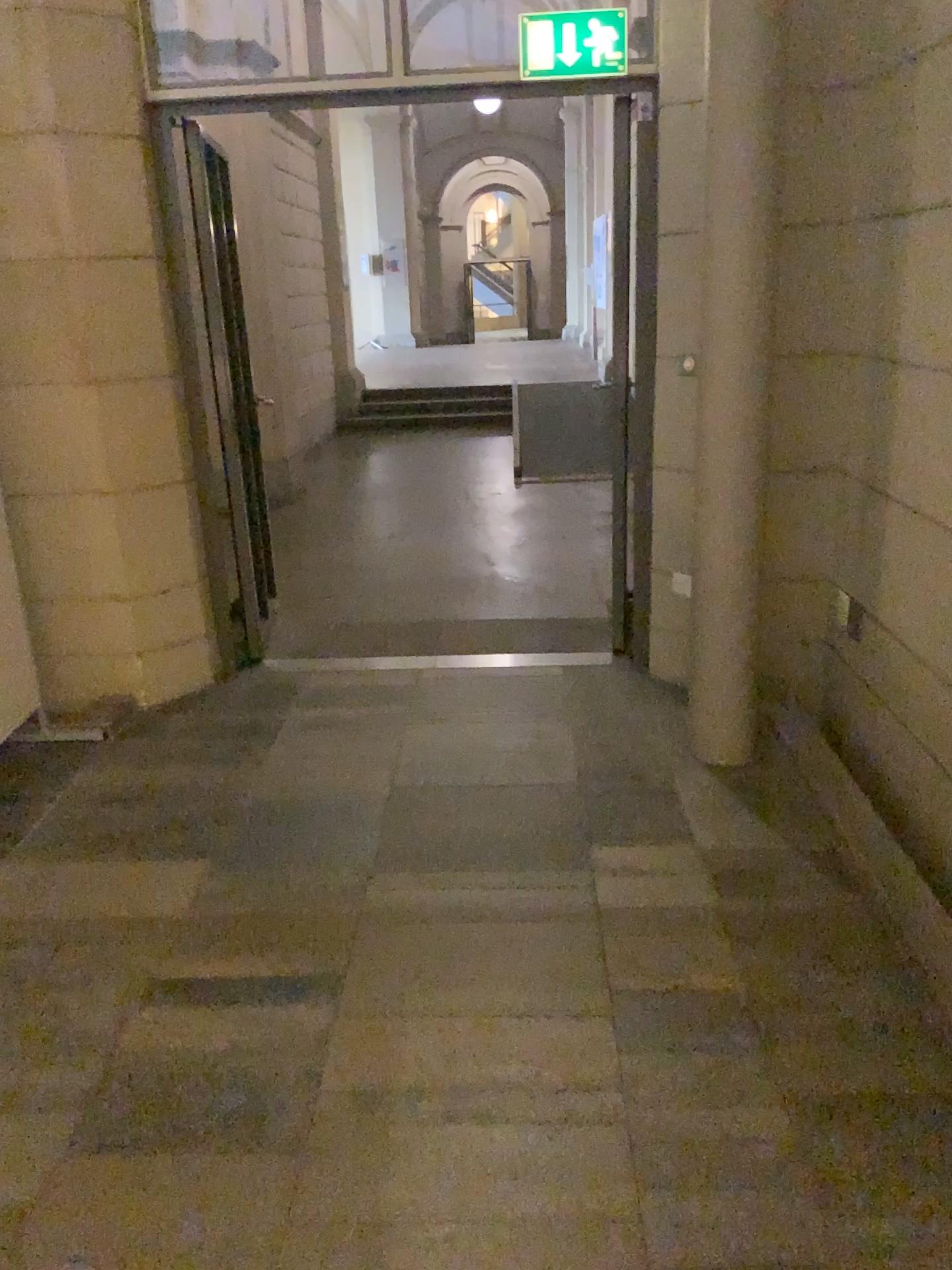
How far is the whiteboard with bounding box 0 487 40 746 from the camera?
3.8m

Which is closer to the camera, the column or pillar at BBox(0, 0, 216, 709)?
the column

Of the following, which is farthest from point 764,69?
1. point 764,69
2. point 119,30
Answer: point 119,30

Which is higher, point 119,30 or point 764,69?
point 119,30

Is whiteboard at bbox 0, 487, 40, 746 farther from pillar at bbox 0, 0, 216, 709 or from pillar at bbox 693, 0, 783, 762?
pillar at bbox 693, 0, 783, 762

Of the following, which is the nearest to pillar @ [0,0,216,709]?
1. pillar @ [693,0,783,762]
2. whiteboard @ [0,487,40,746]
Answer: whiteboard @ [0,487,40,746]

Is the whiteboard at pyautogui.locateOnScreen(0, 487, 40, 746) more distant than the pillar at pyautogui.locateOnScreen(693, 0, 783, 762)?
Yes

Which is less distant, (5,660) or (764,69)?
(764,69)

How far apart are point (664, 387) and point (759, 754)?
1.38m

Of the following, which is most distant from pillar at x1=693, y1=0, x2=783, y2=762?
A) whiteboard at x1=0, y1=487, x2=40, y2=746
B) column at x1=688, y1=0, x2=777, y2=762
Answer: whiteboard at x1=0, y1=487, x2=40, y2=746
